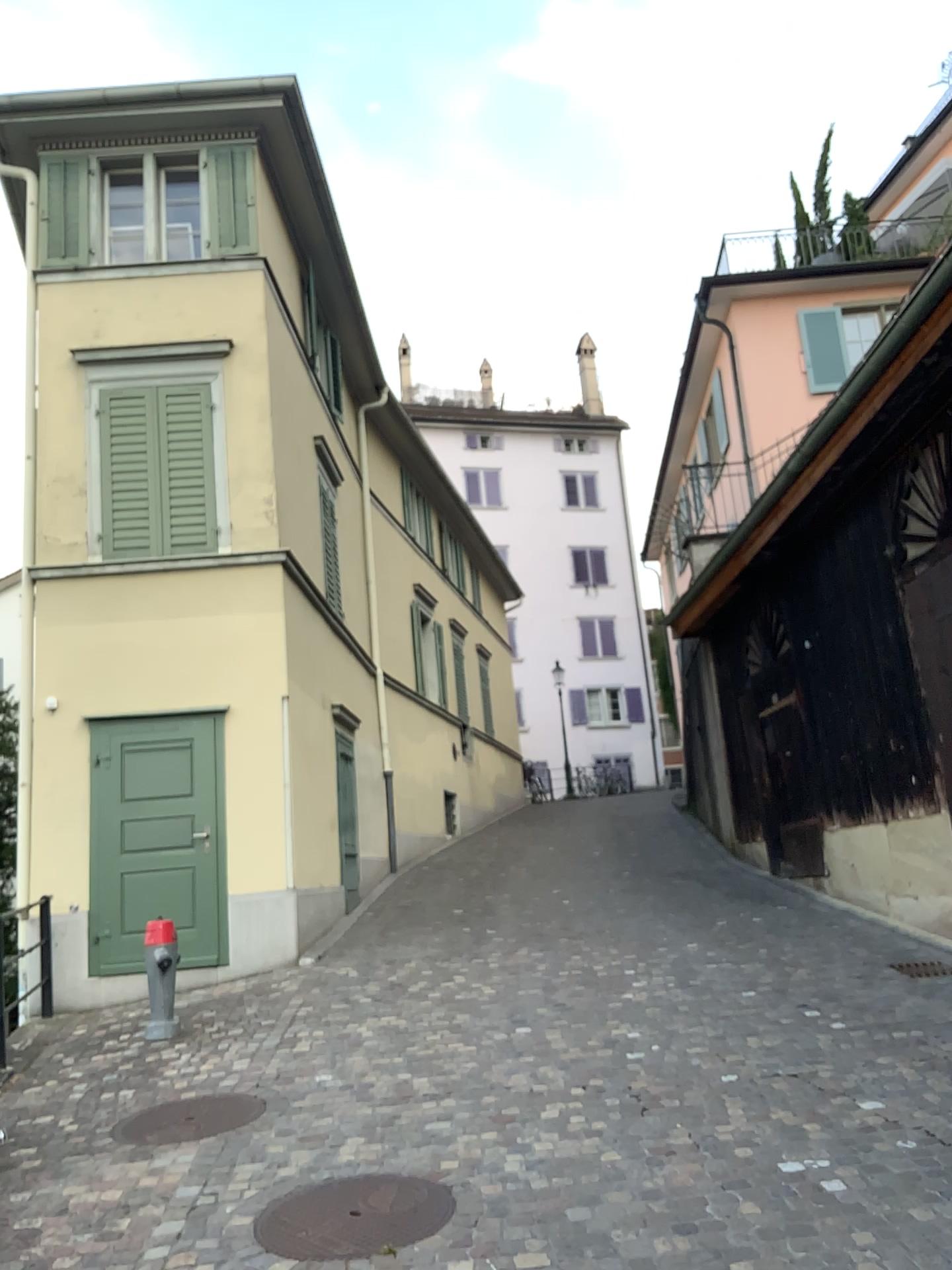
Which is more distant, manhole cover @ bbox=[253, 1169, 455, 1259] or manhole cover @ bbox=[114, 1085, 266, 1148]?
manhole cover @ bbox=[114, 1085, 266, 1148]

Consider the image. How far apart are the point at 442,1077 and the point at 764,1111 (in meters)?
1.67

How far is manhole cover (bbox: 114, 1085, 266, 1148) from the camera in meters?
4.9 m

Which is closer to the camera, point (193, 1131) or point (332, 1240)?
point (332, 1240)

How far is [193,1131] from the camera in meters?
4.9
